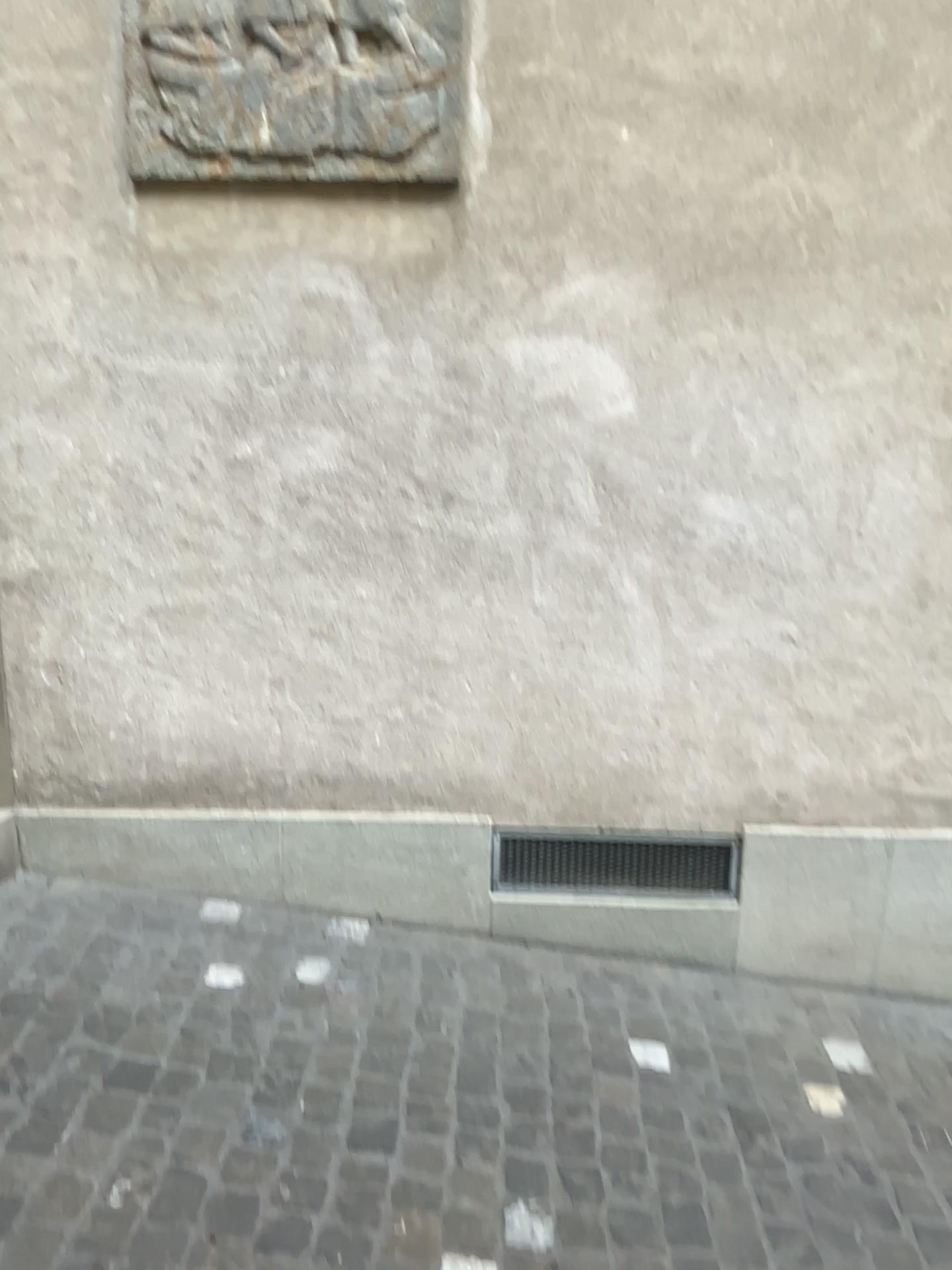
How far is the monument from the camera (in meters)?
2.40

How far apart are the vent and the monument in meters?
1.7

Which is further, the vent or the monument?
the vent

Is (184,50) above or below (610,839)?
above

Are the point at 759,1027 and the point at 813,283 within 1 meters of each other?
no

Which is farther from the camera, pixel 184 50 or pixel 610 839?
pixel 610 839

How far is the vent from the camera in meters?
2.8 m

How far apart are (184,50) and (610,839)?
2.2m

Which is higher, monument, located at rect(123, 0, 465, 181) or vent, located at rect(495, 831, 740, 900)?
monument, located at rect(123, 0, 465, 181)
